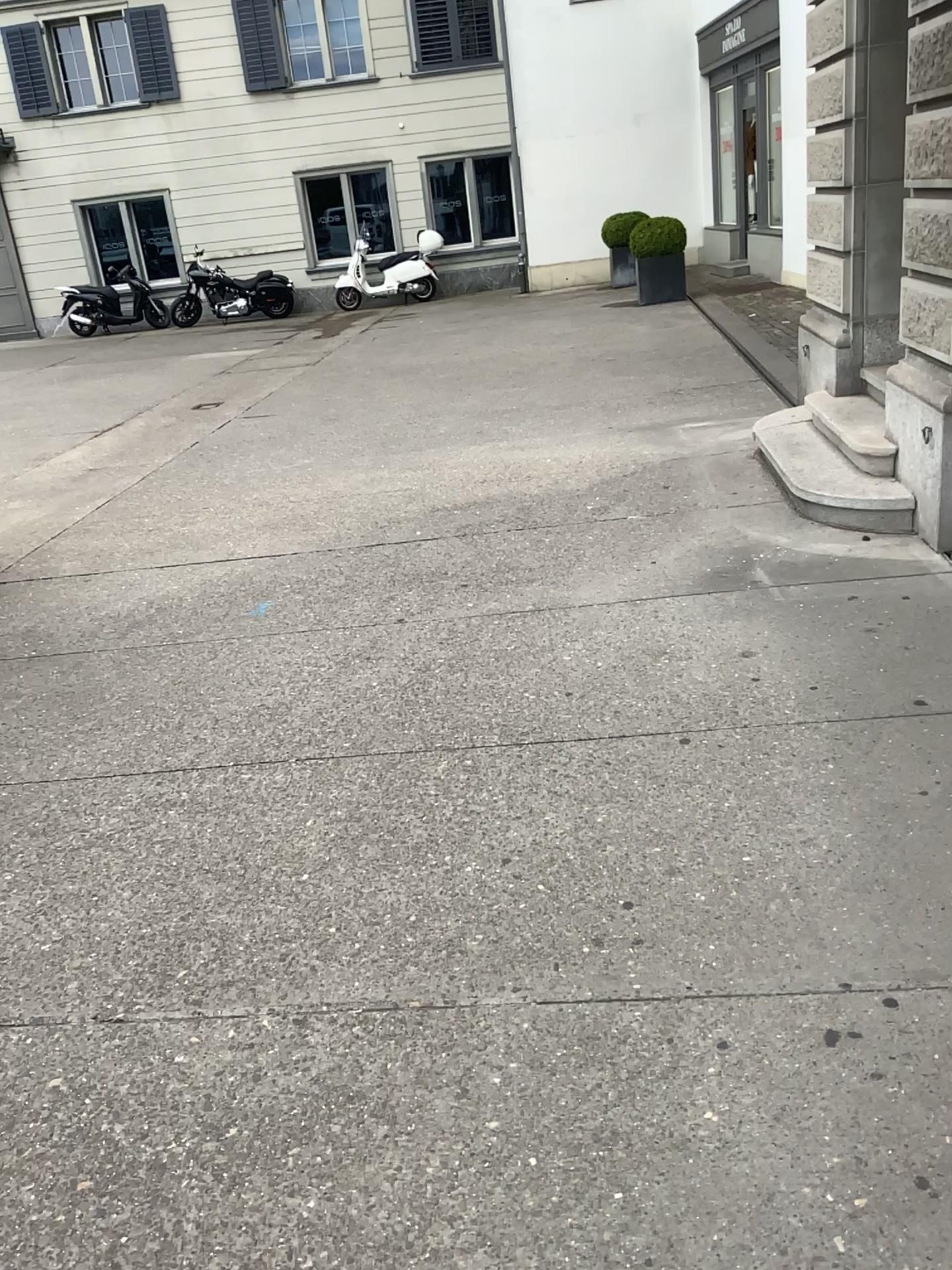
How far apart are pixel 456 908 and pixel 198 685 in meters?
1.8 m
